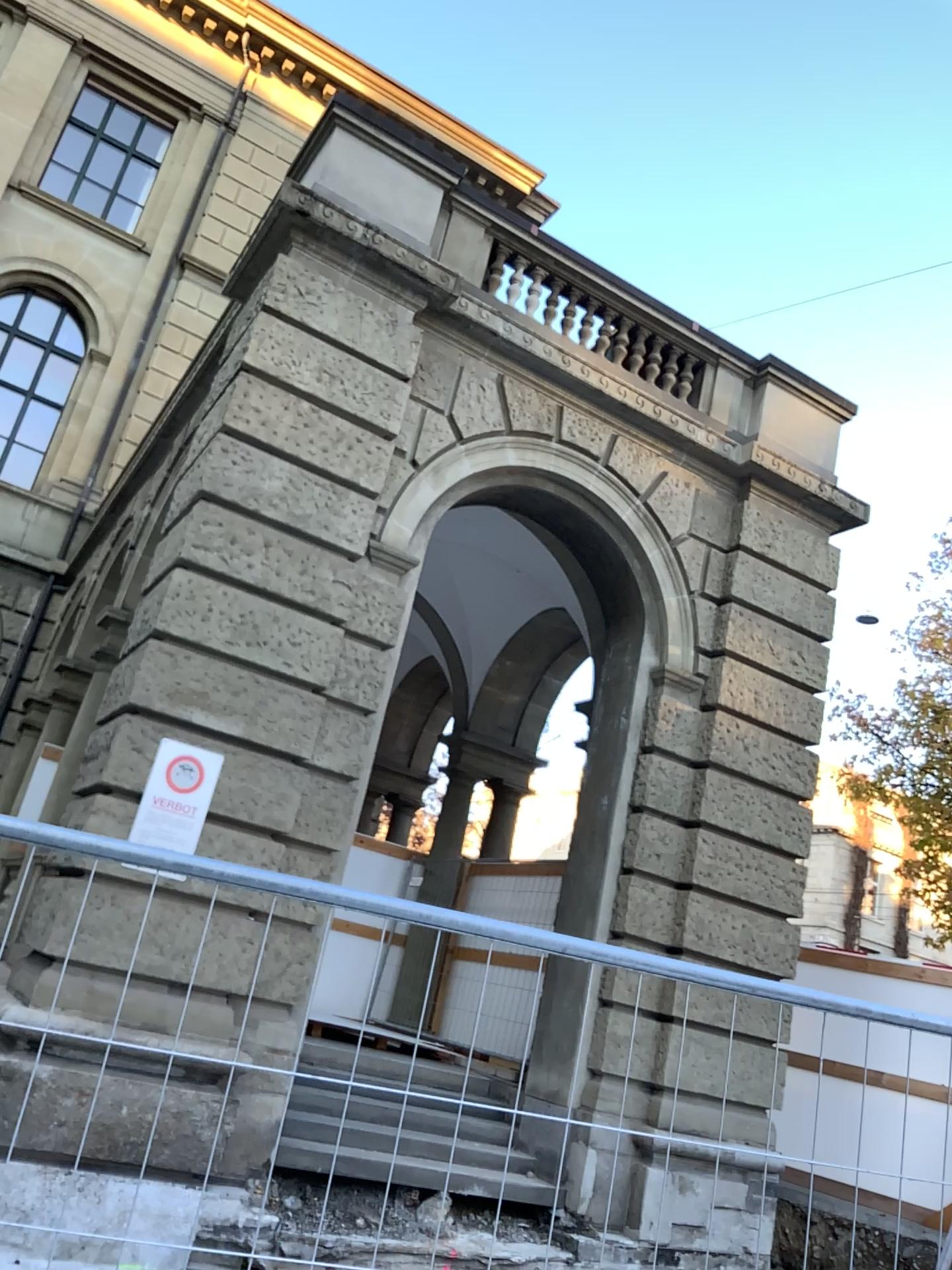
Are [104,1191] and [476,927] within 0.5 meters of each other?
no
